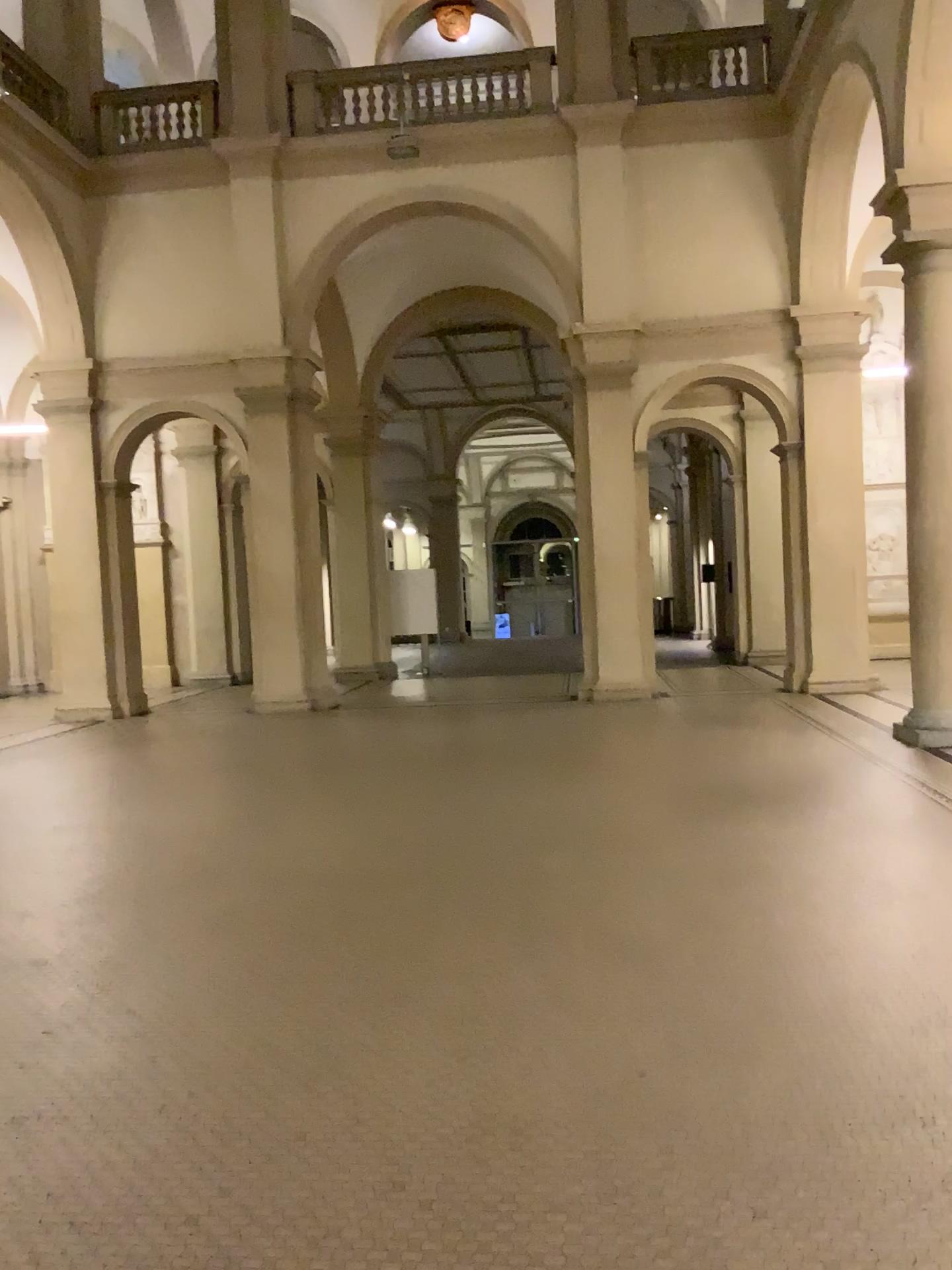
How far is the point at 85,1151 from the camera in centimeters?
282cm
